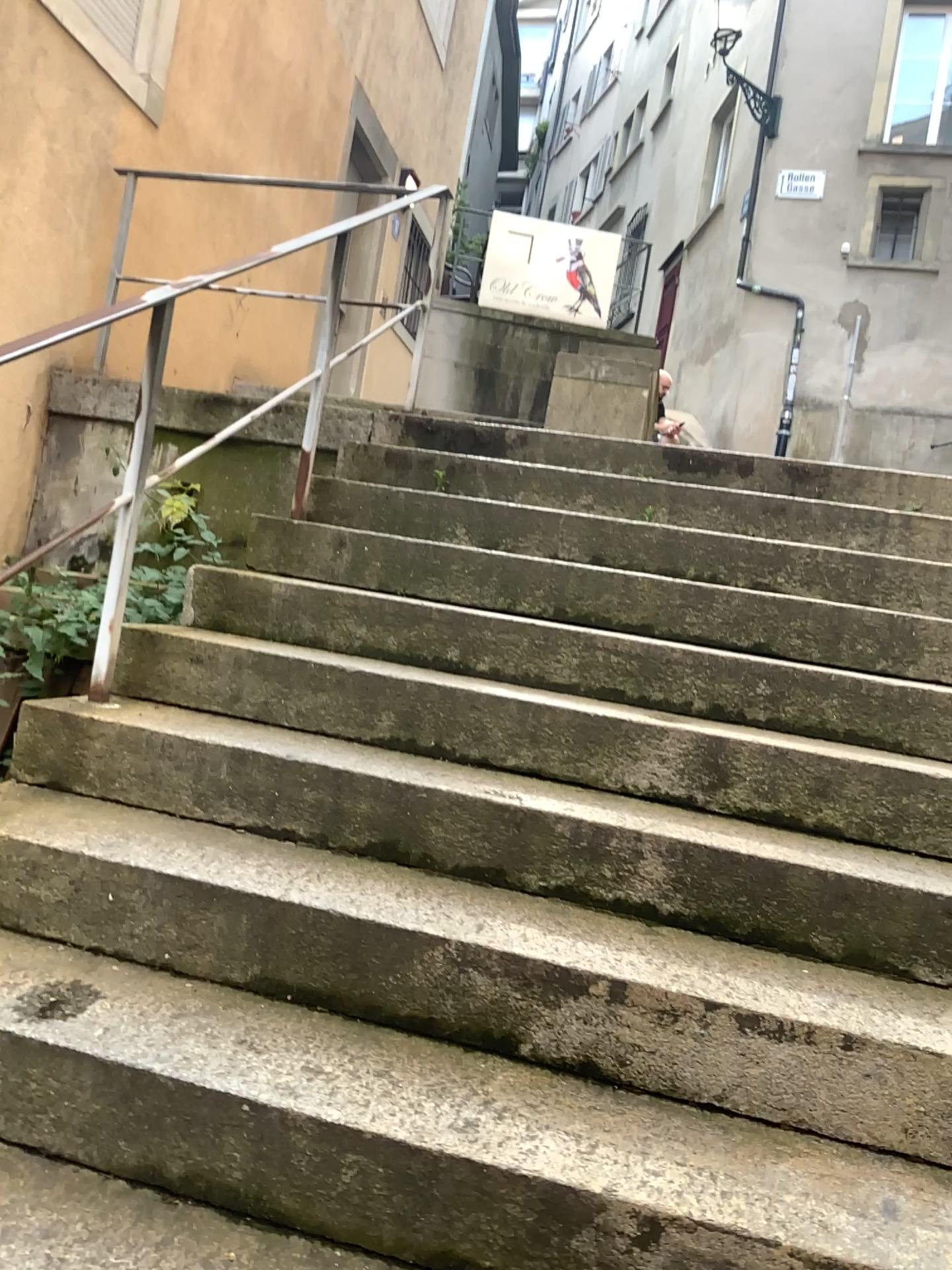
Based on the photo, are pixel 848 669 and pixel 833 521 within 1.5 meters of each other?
yes
